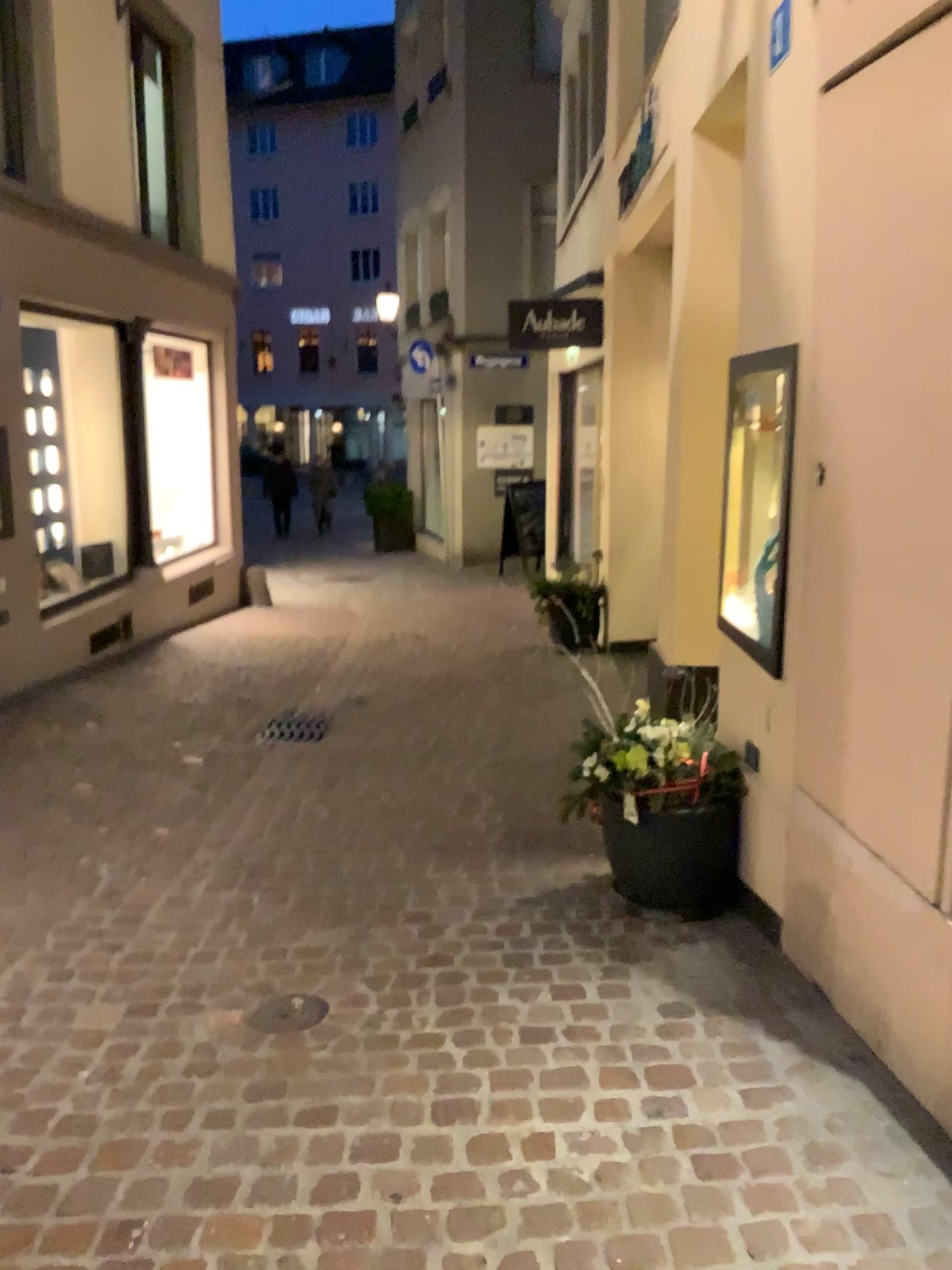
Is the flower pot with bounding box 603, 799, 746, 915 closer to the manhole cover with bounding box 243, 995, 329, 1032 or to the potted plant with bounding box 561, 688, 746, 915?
the potted plant with bounding box 561, 688, 746, 915

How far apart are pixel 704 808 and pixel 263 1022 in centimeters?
140cm

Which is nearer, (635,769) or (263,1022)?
(263,1022)

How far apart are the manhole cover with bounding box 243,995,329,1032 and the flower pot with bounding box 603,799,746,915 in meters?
1.0 m

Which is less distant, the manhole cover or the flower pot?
the manhole cover

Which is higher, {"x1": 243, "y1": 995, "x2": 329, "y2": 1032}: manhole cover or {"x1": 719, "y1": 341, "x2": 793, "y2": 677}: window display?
{"x1": 719, "y1": 341, "x2": 793, "y2": 677}: window display

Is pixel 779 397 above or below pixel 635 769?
above

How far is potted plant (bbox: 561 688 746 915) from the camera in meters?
3.2 m

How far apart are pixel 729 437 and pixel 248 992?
2.25m

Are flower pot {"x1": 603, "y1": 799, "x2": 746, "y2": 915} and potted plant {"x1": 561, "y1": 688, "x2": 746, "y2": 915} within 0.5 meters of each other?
yes
